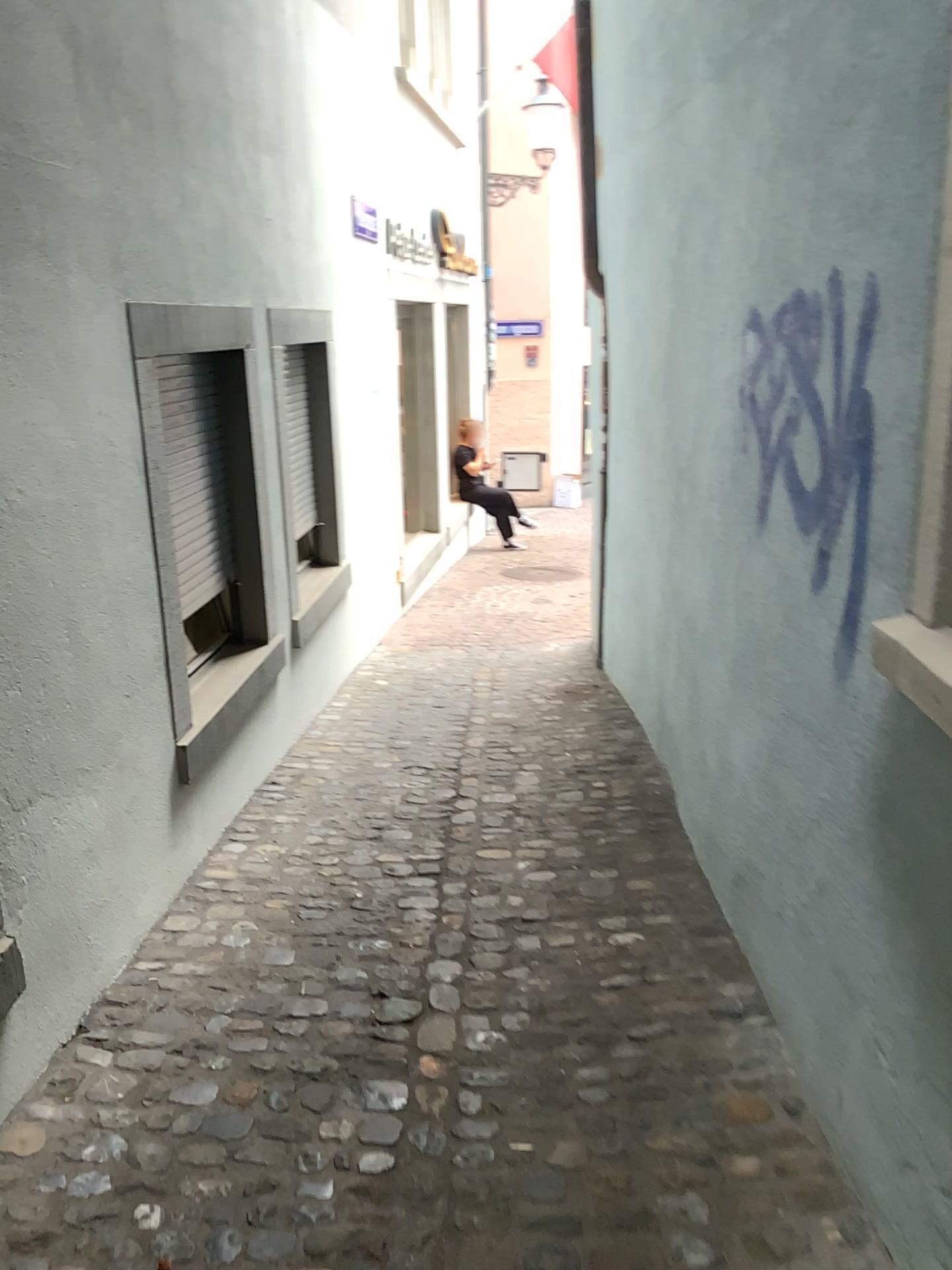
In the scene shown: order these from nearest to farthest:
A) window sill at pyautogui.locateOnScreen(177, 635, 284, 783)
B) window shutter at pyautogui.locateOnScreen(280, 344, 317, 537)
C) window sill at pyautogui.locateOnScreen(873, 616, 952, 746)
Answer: window sill at pyautogui.locateOnScreen(873, 616, 952, 746)
window sill at pyautogui.locateOnScreen(177, 635, 284, 783)
window shutter at pyautogui.locateOnScreen(280, 344, 317, 537)

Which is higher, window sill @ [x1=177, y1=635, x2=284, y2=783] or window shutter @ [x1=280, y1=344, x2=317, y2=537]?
window shutter @ [x1=280, y1=344, x2=317, y2=537]

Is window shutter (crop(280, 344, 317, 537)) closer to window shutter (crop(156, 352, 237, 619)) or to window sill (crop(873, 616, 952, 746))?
window shutter (crop(156, 352, 237, 619))

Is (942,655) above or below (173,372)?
below

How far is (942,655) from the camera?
1.6 meters

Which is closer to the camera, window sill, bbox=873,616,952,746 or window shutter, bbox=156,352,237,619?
window sill, bbox=873,616,952,746

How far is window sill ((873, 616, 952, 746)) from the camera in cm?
162

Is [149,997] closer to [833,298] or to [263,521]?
[263,521]

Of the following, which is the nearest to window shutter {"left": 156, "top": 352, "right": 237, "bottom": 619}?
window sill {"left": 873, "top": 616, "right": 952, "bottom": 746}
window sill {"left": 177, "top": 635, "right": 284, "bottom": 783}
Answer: window sill {"left": 177, "top": 635, "right": 284, "bottom": 783}

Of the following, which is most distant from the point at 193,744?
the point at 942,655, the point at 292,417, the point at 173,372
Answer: the point at 942,655
